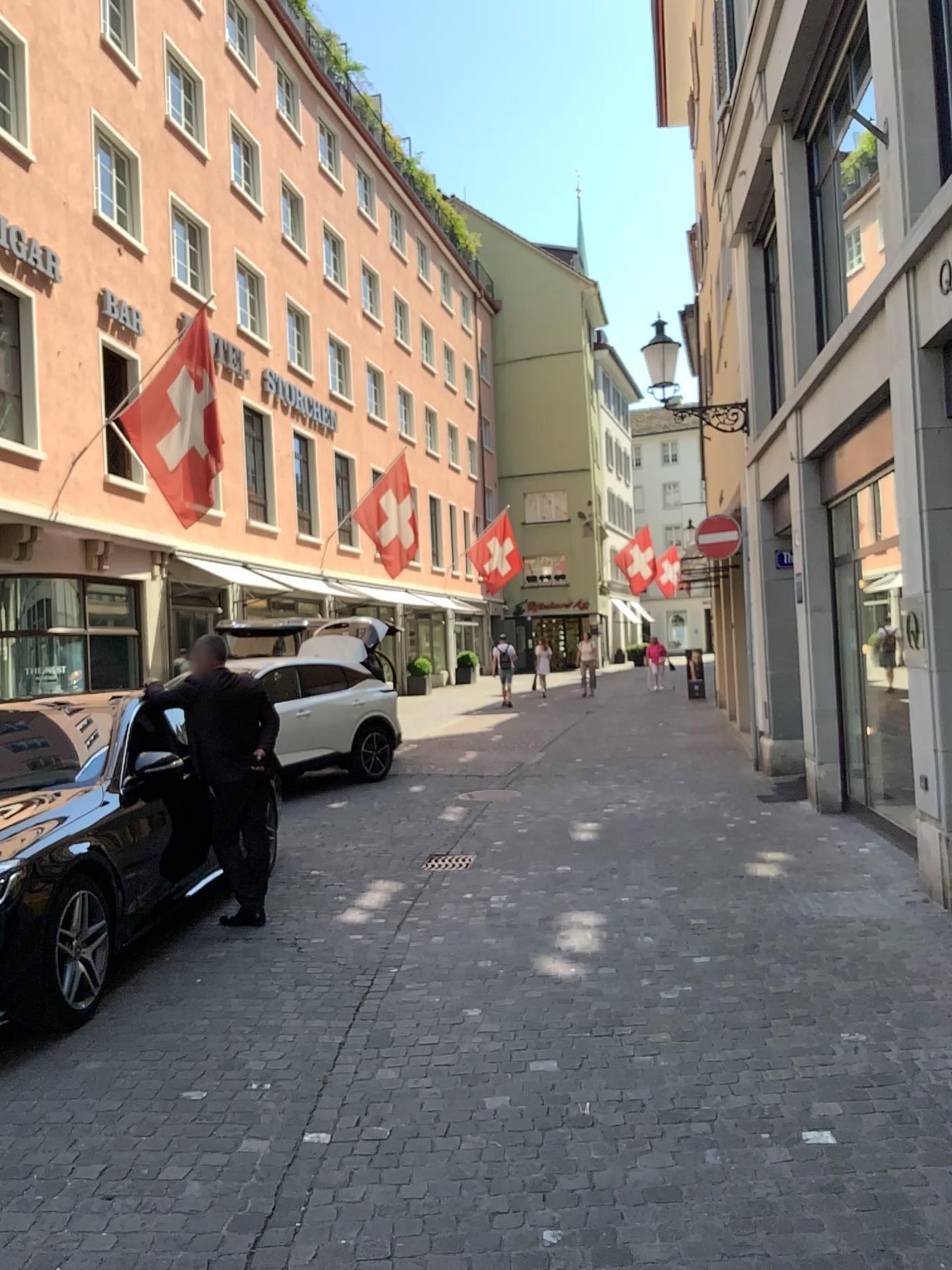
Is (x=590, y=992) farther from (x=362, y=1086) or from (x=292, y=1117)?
(x=292, y=1117)
